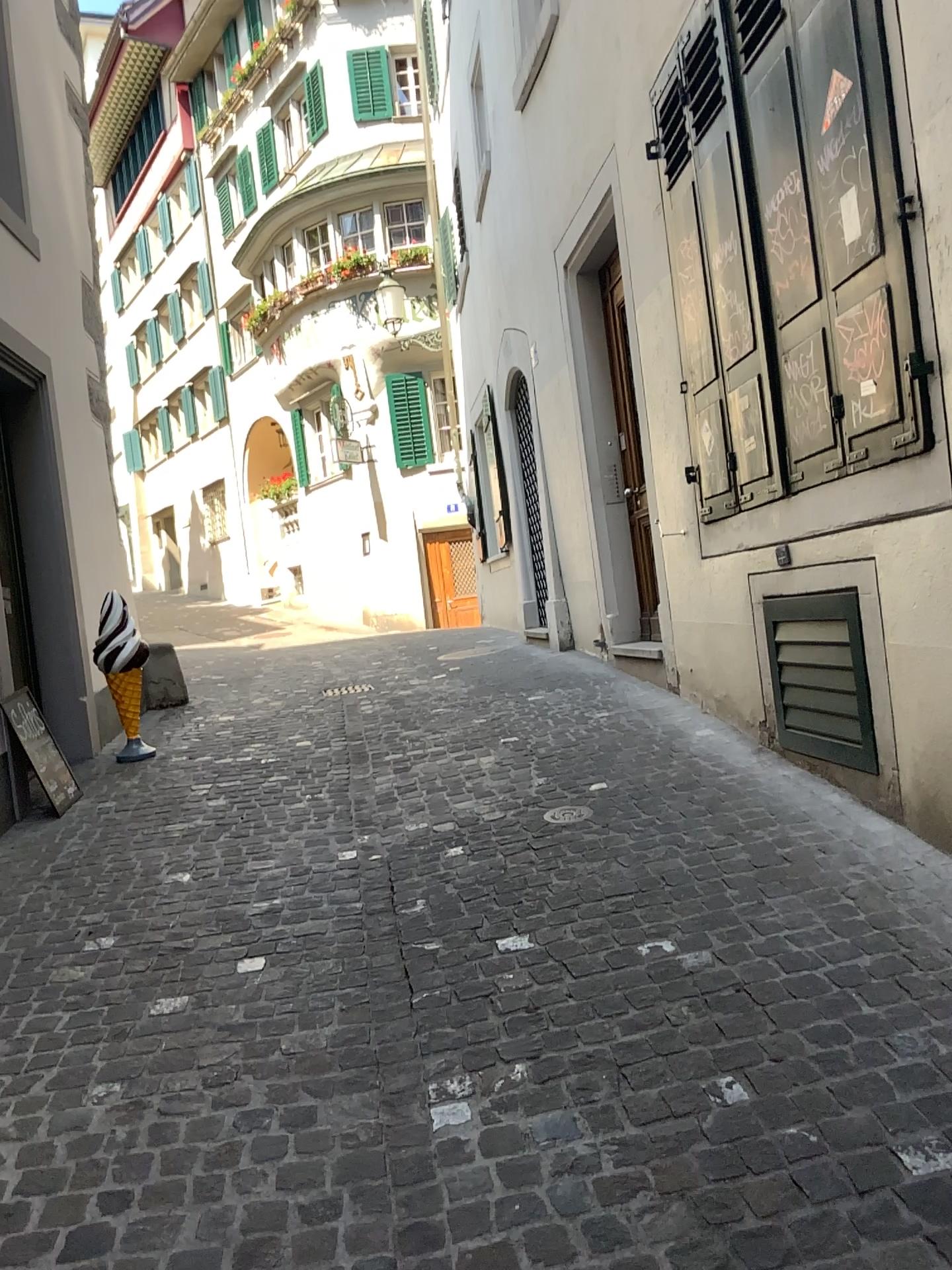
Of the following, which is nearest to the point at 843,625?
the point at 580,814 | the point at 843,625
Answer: the point at 843,625

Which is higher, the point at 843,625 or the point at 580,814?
the point at 843,625

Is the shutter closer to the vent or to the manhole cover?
the vent

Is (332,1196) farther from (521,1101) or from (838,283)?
(838,283)

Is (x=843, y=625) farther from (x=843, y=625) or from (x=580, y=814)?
(x=580, y=814)

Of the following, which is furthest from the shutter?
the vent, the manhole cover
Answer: the manhole cover
